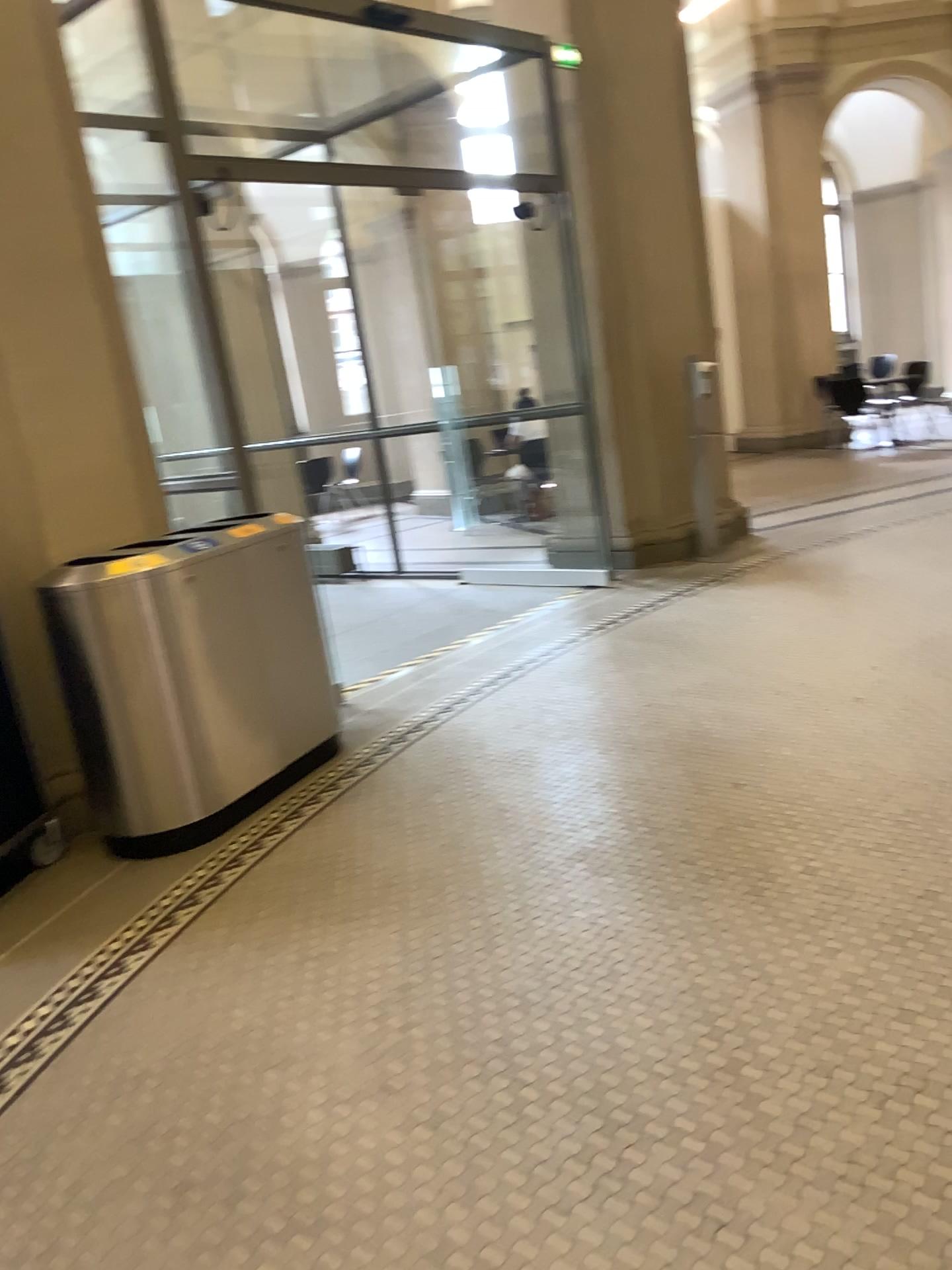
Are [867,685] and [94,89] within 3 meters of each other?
no

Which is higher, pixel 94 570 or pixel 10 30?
pixel 10 30
